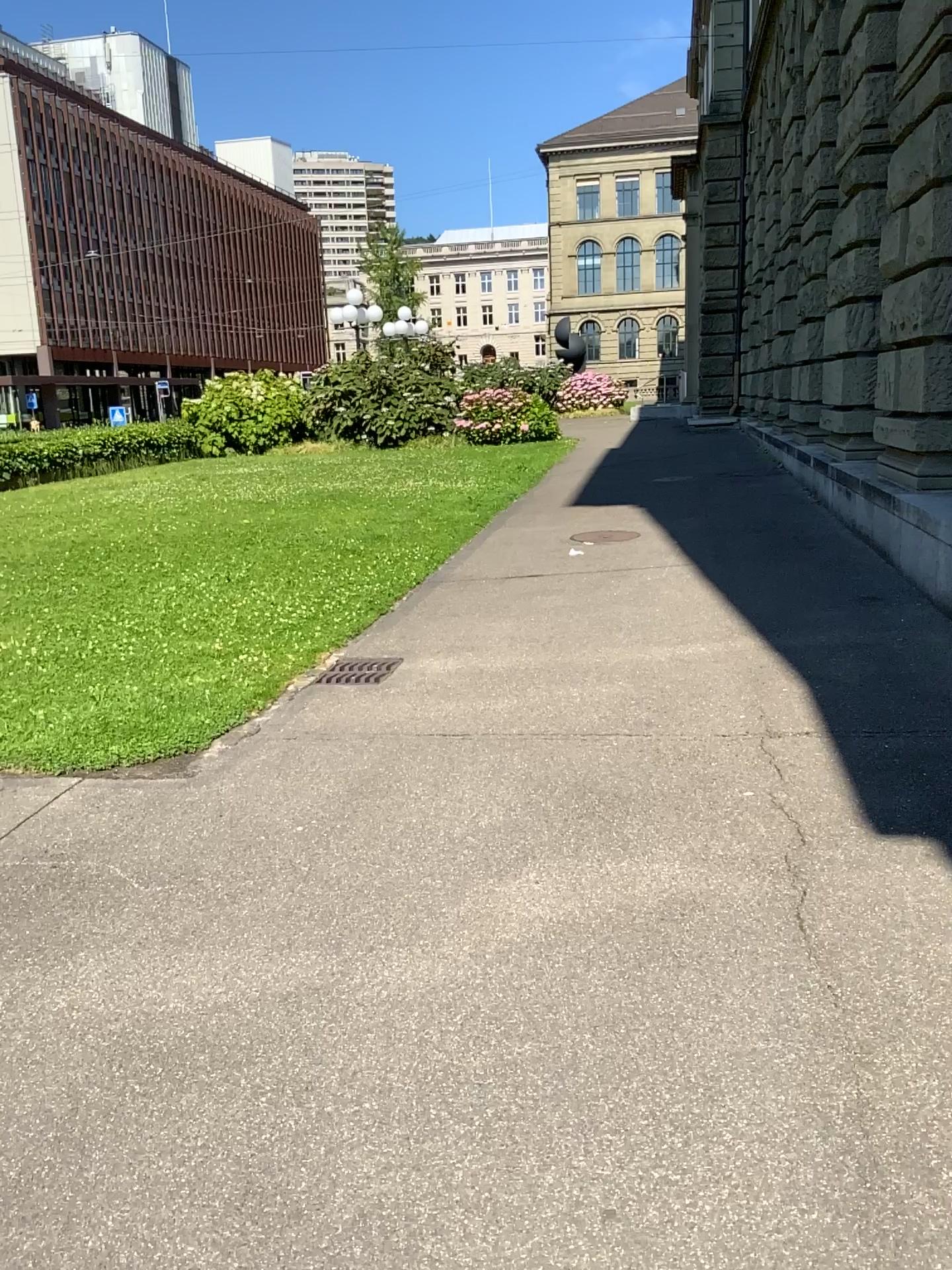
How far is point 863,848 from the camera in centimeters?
324cm
